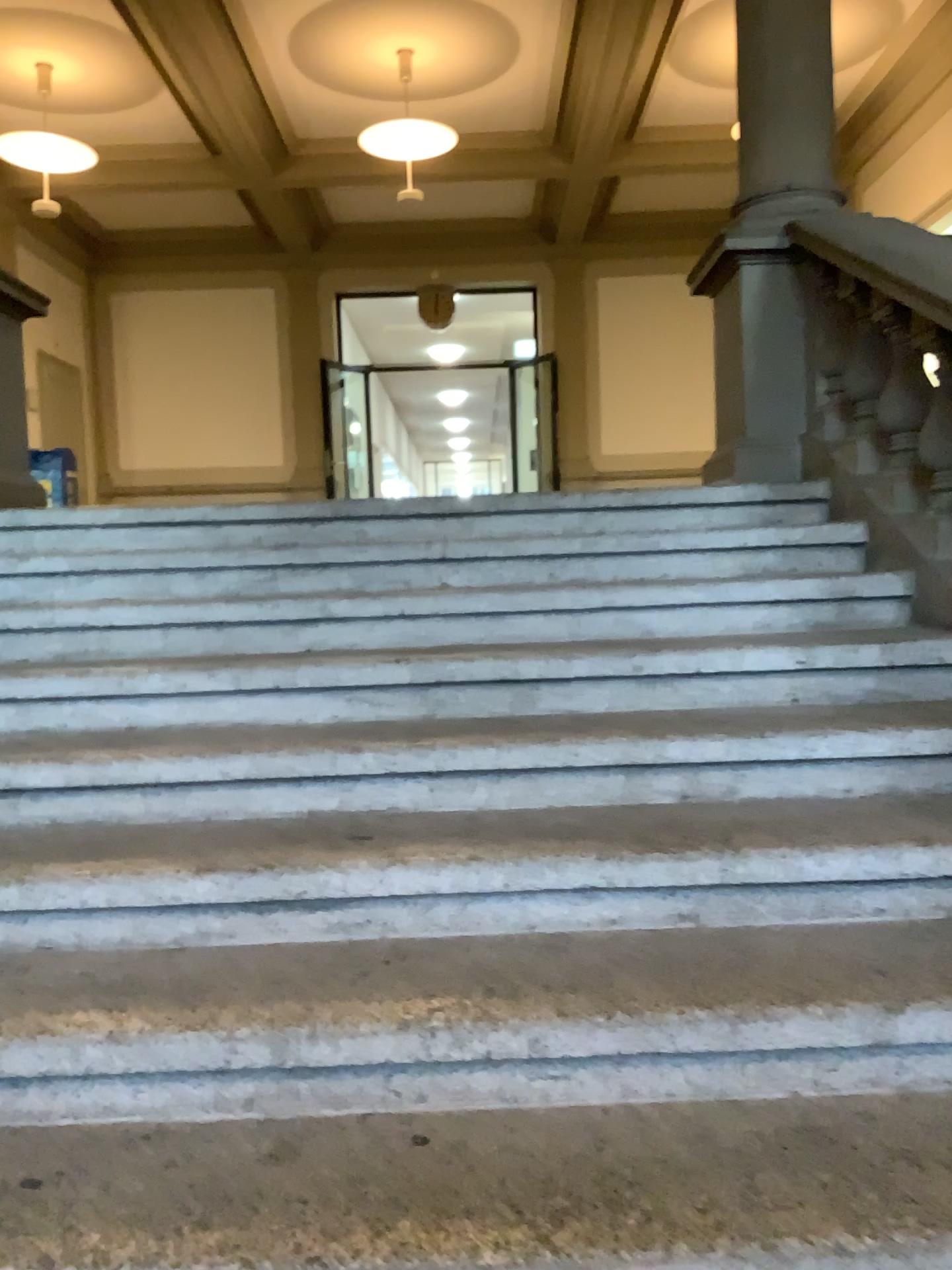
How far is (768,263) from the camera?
3.9m

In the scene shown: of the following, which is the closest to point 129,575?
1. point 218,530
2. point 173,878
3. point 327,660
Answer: point 218,530

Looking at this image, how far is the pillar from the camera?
3.9 meters
